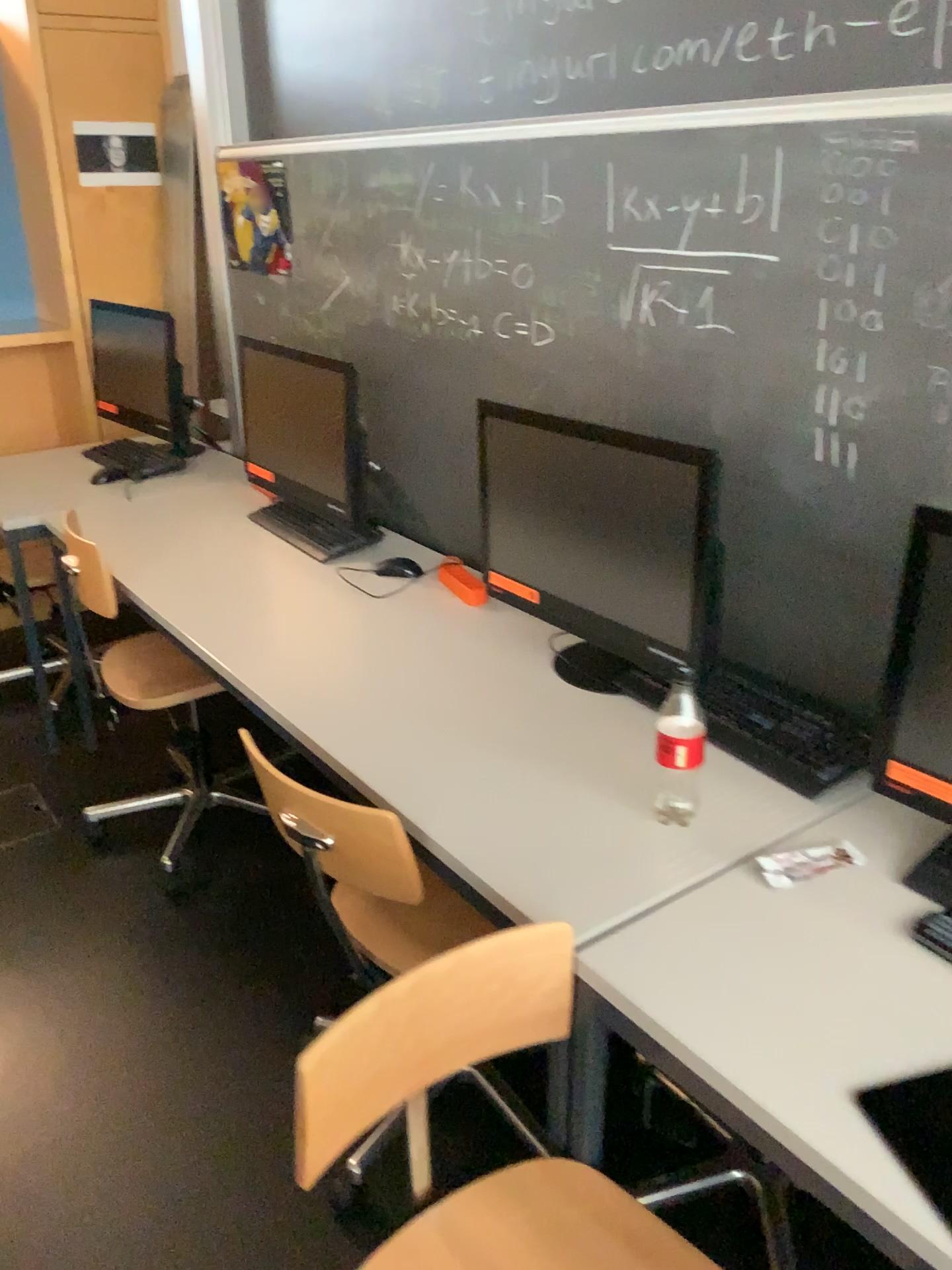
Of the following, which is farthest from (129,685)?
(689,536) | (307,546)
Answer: (689,536)

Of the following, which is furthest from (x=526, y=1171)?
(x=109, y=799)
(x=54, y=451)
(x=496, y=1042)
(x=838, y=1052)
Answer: (x=54, y=451)

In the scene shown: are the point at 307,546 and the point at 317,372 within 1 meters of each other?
yes

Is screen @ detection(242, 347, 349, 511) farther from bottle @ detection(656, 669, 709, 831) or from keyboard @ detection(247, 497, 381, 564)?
bottle @ detection(656, 669, 709, 831)

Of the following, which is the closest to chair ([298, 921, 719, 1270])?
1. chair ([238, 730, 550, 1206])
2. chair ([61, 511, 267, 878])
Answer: chair ([238, 730, 550, 1206])

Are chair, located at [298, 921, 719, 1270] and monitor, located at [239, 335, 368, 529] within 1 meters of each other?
no

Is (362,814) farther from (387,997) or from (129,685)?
(129,685)

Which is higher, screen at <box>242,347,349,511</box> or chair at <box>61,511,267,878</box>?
screen at <box>242,347,349,511</box>

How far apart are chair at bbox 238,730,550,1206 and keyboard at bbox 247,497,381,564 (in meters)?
0.92

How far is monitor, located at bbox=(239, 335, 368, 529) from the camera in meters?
2.6
